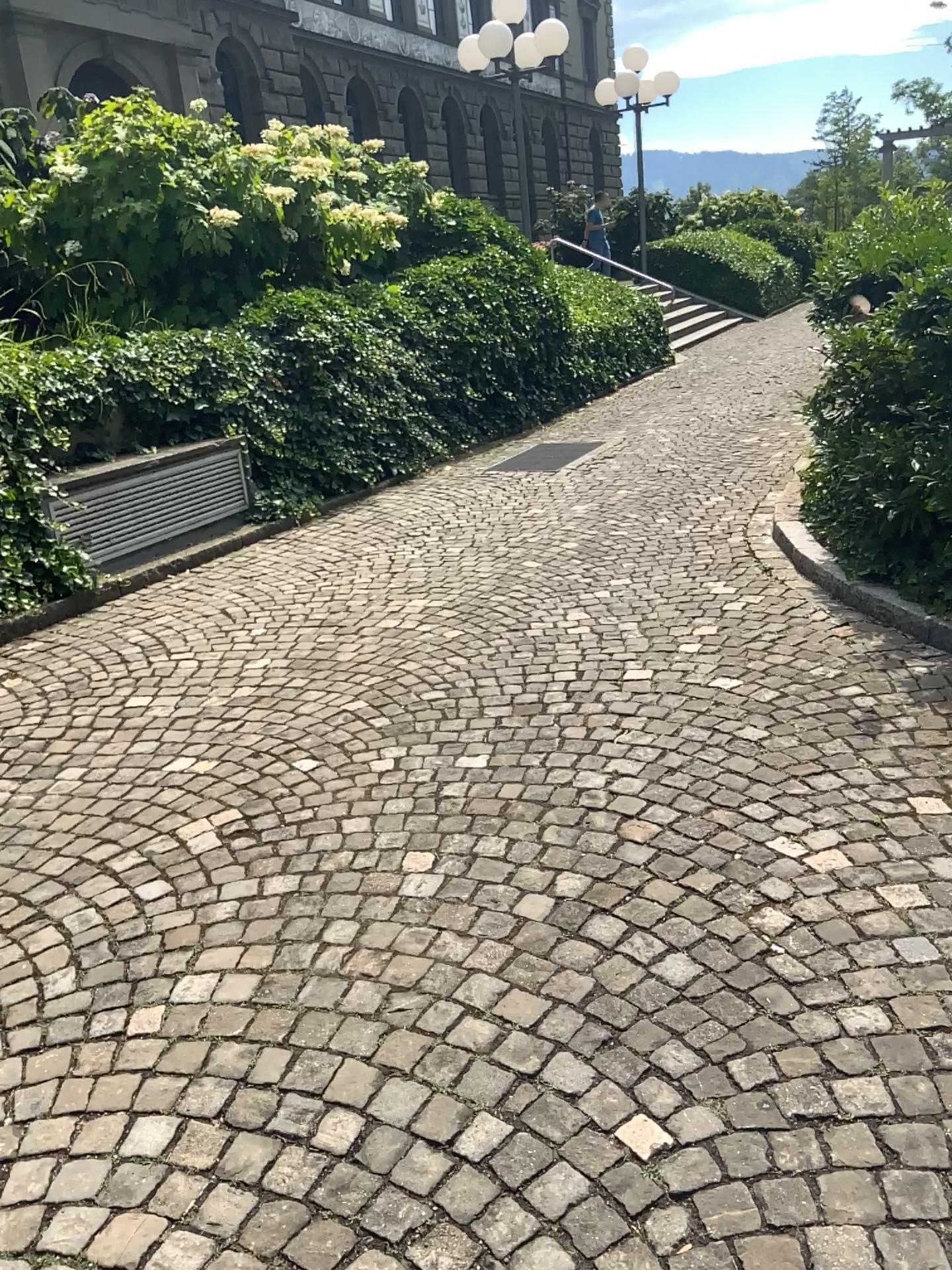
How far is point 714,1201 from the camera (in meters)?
1.69
